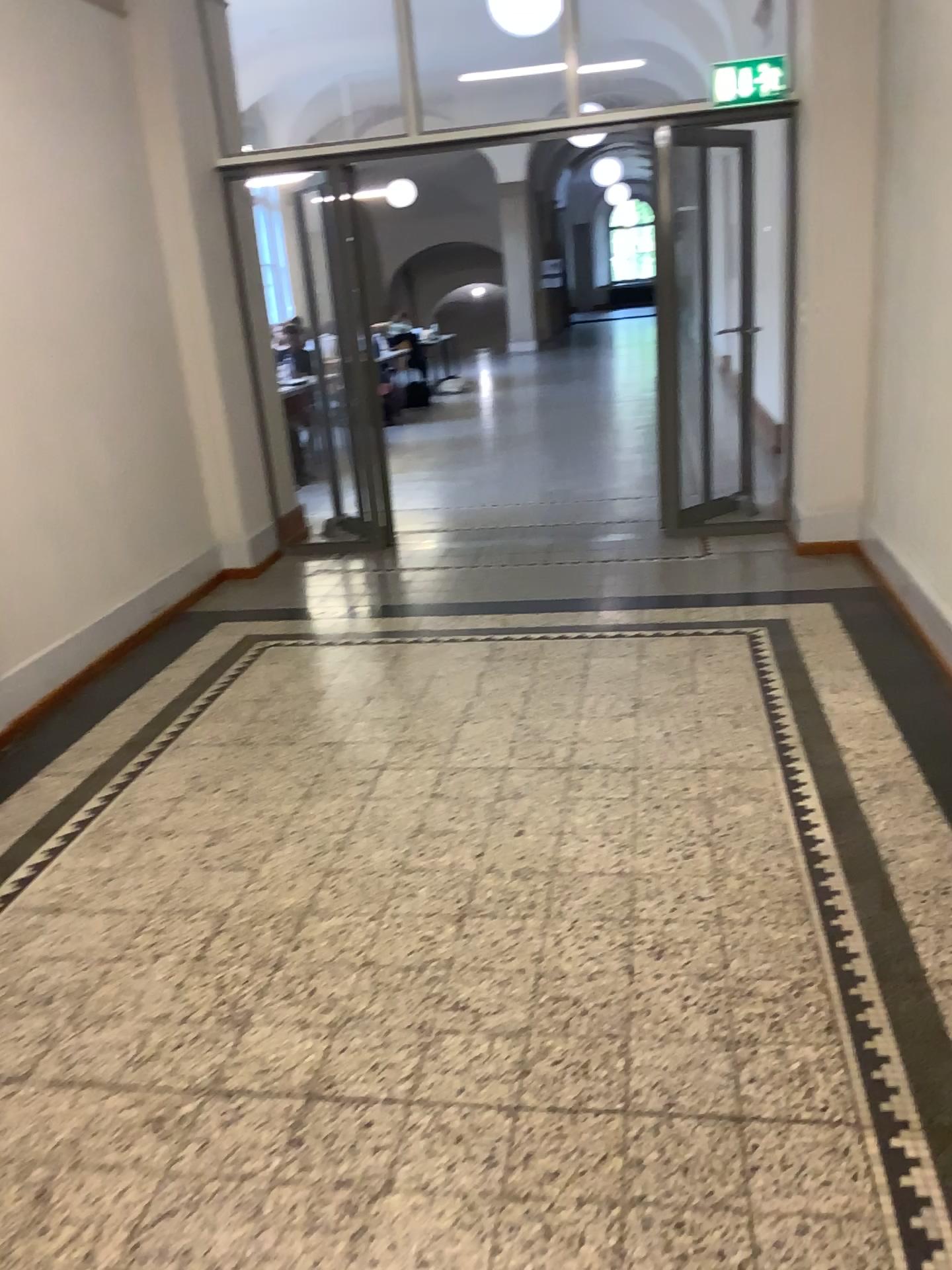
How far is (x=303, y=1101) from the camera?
2.0m
